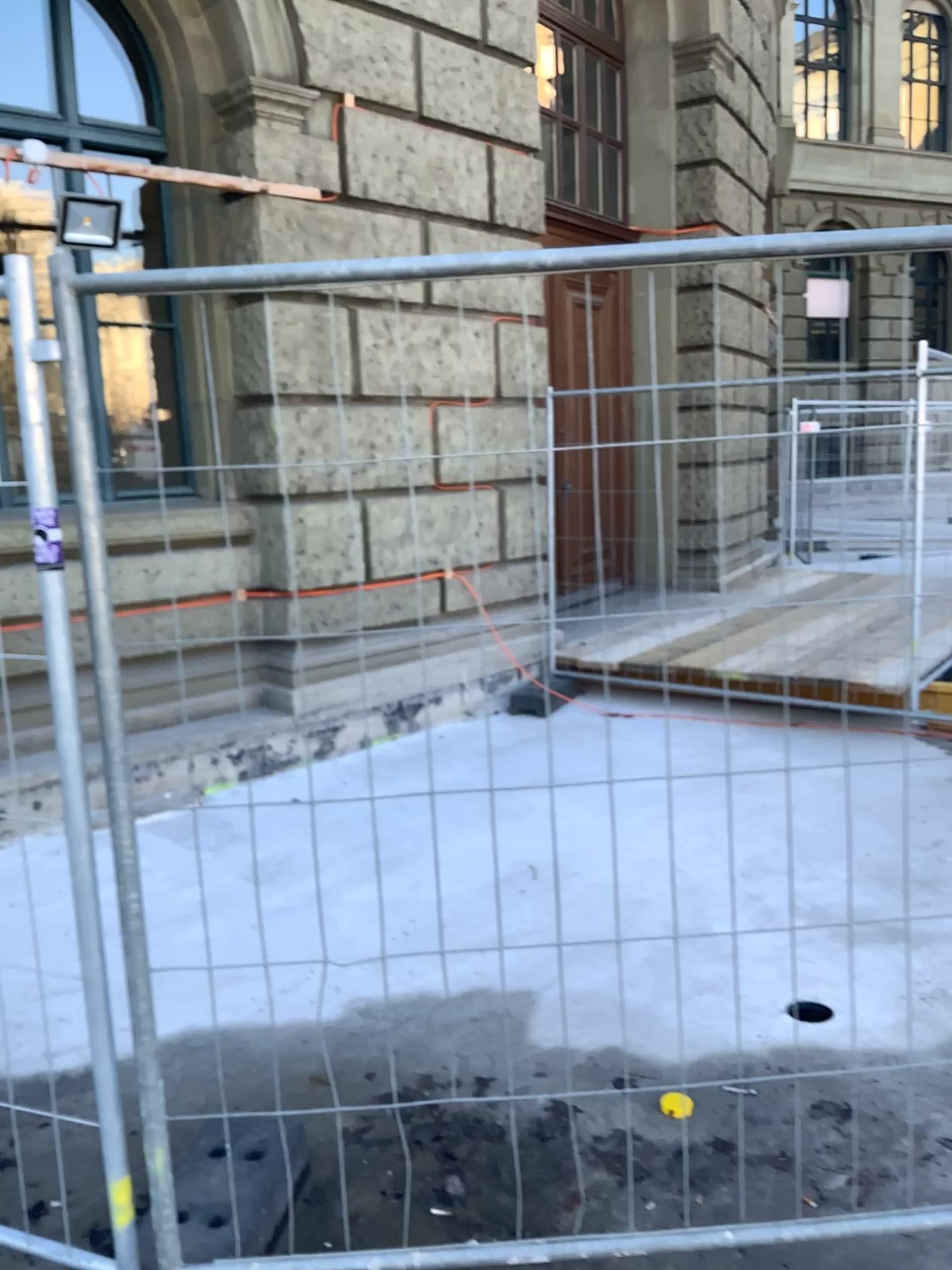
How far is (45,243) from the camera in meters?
1.7 m
